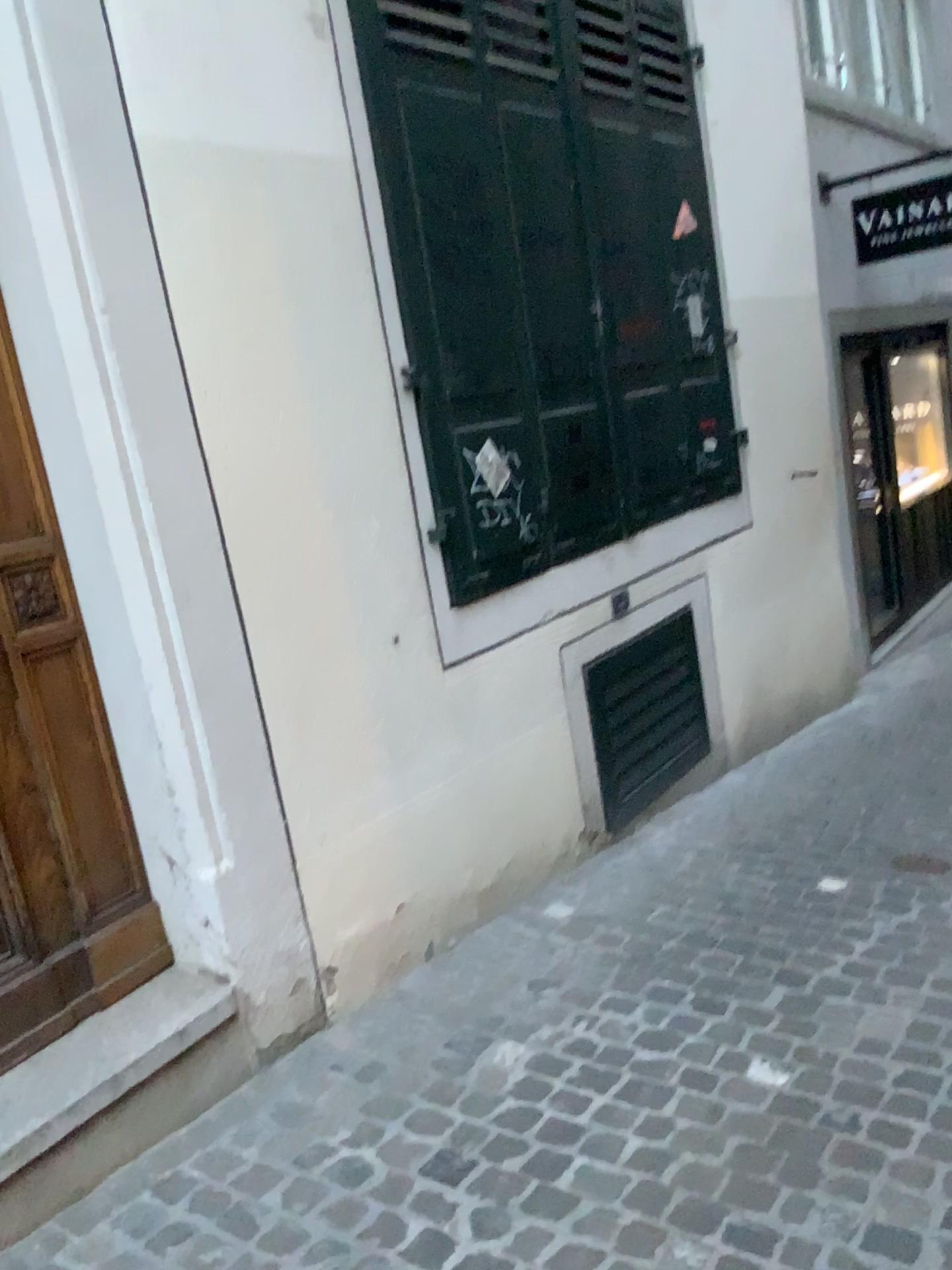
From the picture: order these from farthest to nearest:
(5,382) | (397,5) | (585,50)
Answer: (585,50), (397,5), (5,382)

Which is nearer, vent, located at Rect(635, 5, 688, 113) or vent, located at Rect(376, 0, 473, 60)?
vent, located at Rect(376, 0, 473, 60)

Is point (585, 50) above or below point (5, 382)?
above

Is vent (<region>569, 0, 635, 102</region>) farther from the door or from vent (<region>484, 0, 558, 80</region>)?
the door

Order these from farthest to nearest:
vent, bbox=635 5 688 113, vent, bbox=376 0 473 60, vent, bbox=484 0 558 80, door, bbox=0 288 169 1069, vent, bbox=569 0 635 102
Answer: vent, bbox=635 5 688 113, vent, bbox=569 0 635 102, vent, bbox=484 0 558 80, vent, bbox=376 0 473 60, door, bbox=0 288 169 1069

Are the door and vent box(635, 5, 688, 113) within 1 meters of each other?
no

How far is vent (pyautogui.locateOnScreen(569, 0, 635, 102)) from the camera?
3.7m

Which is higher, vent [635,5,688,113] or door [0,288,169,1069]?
vent [635,5,688,113]

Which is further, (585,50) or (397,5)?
(585,50)

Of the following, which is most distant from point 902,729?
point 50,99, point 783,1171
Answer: point 50,99
